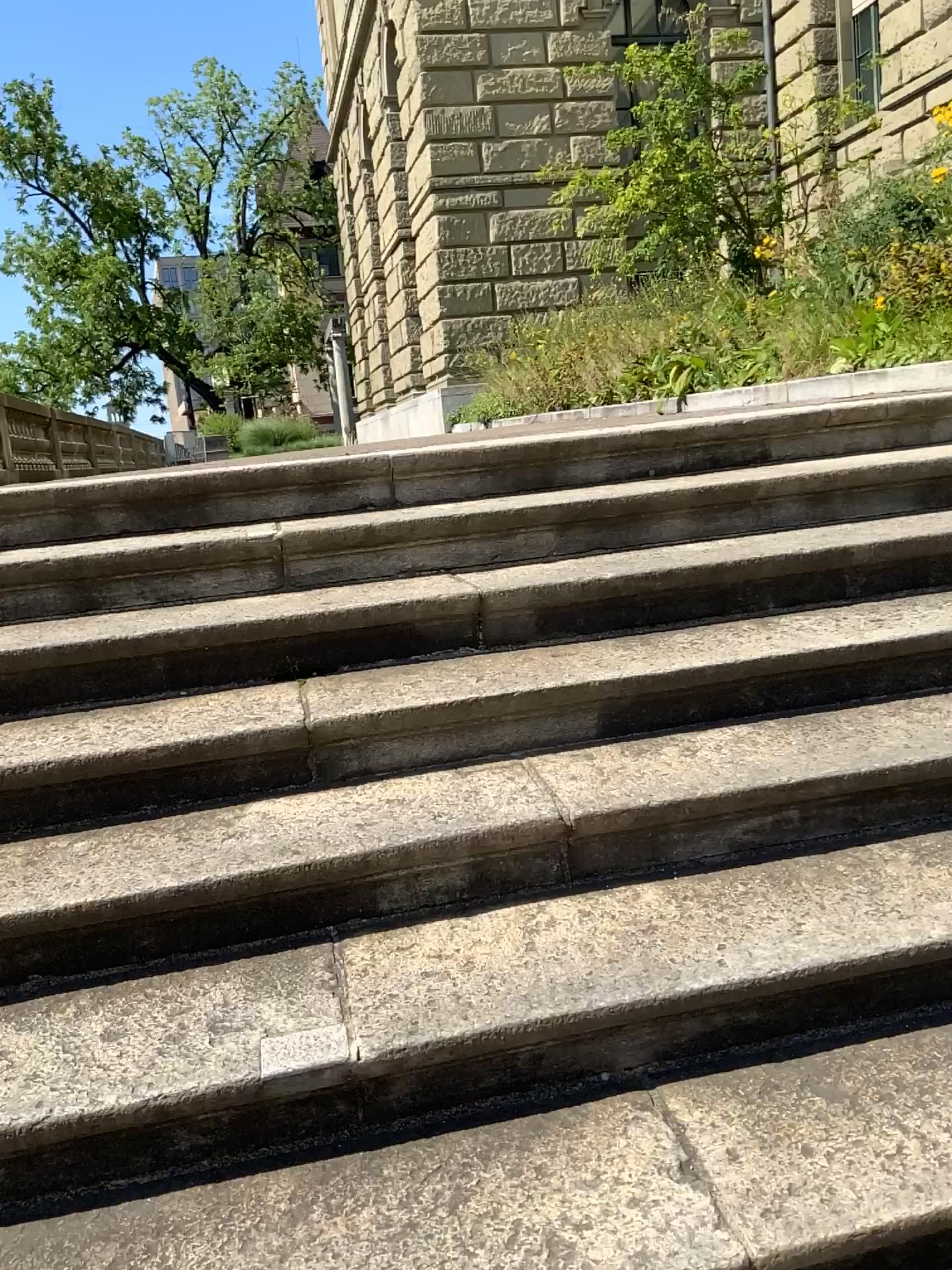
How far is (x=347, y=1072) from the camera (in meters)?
1.41
